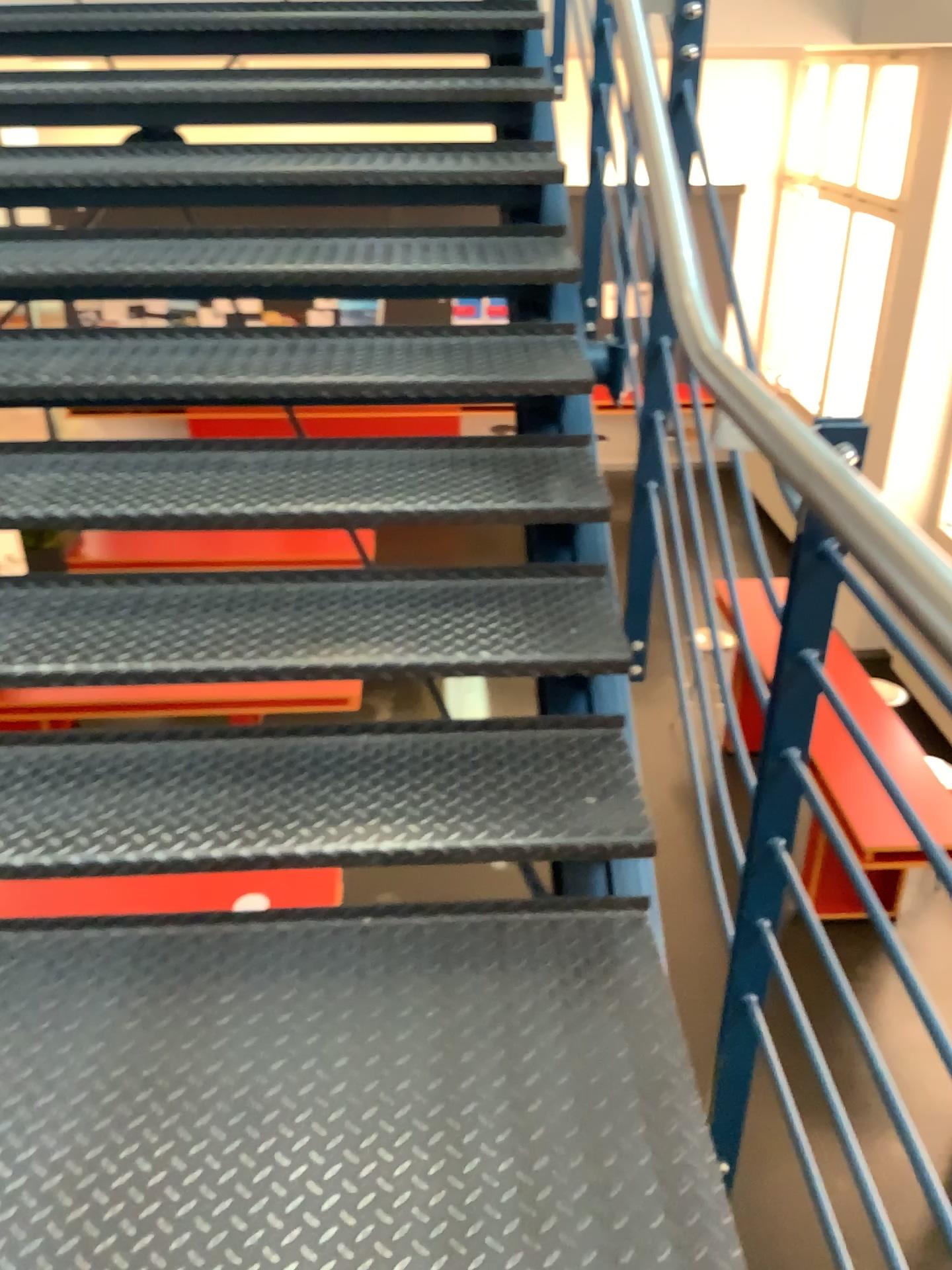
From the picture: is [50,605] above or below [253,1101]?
above

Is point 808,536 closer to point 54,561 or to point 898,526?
point 898,526

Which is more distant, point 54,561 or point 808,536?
point 54,561

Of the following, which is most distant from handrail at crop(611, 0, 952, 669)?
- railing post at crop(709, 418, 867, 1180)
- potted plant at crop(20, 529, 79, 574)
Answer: potted plant at crop(20, 529, 79, 574)

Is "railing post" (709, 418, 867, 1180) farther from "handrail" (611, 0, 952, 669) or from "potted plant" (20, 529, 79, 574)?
"potted plant" (20, 529, 79, 574)

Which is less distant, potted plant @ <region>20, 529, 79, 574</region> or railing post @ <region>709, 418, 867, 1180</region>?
railing post @ <region>709, 418, 867, 1180</region>

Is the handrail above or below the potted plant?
above

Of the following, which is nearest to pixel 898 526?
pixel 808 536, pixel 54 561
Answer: pixel 808 536

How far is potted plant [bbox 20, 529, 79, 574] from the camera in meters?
2.1 m

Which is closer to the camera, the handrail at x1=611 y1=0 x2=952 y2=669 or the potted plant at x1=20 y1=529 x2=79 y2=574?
the handrail at x1=611 y1=0 x2=952 y2=669
